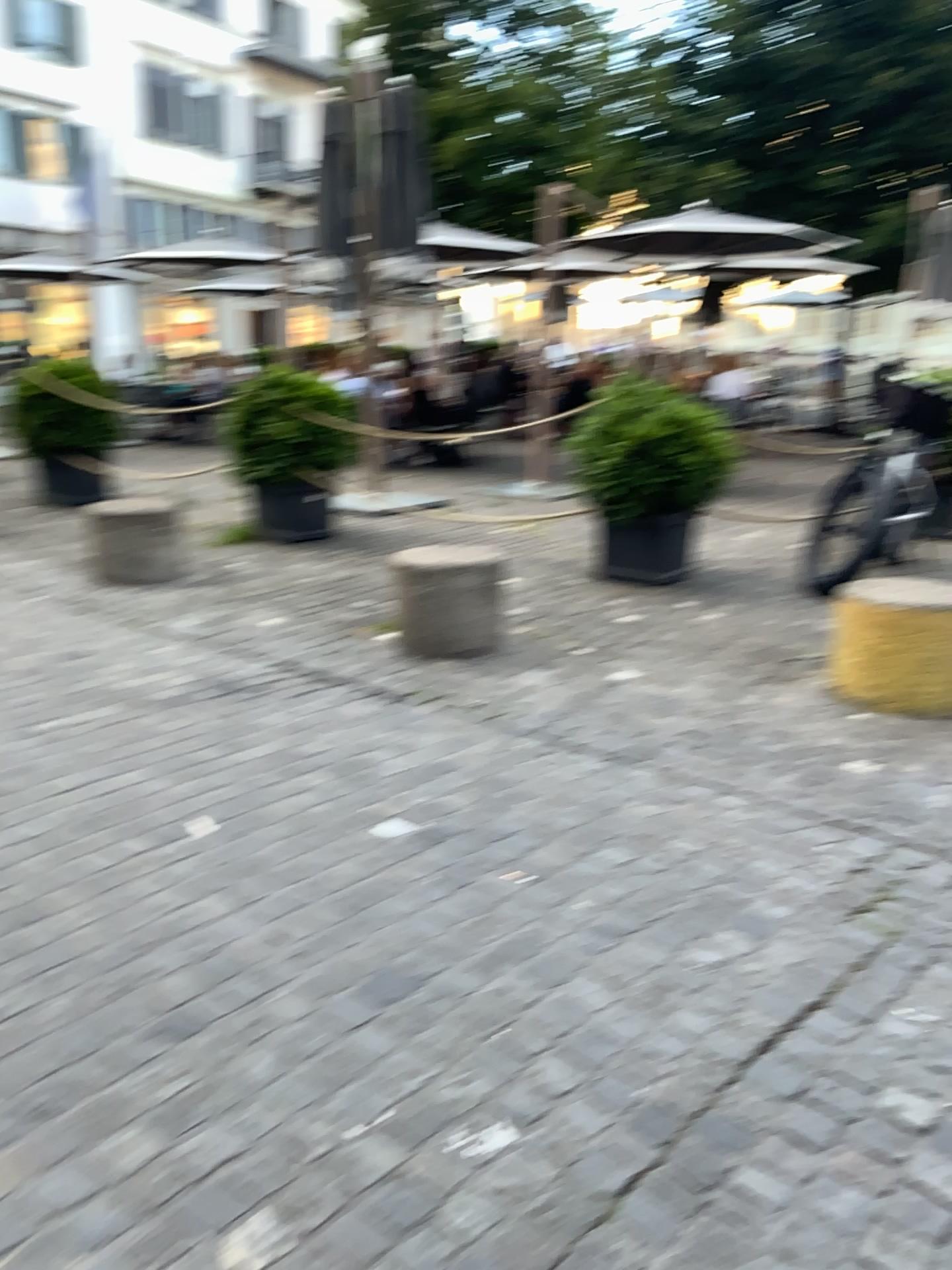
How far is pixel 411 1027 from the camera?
2.0m
